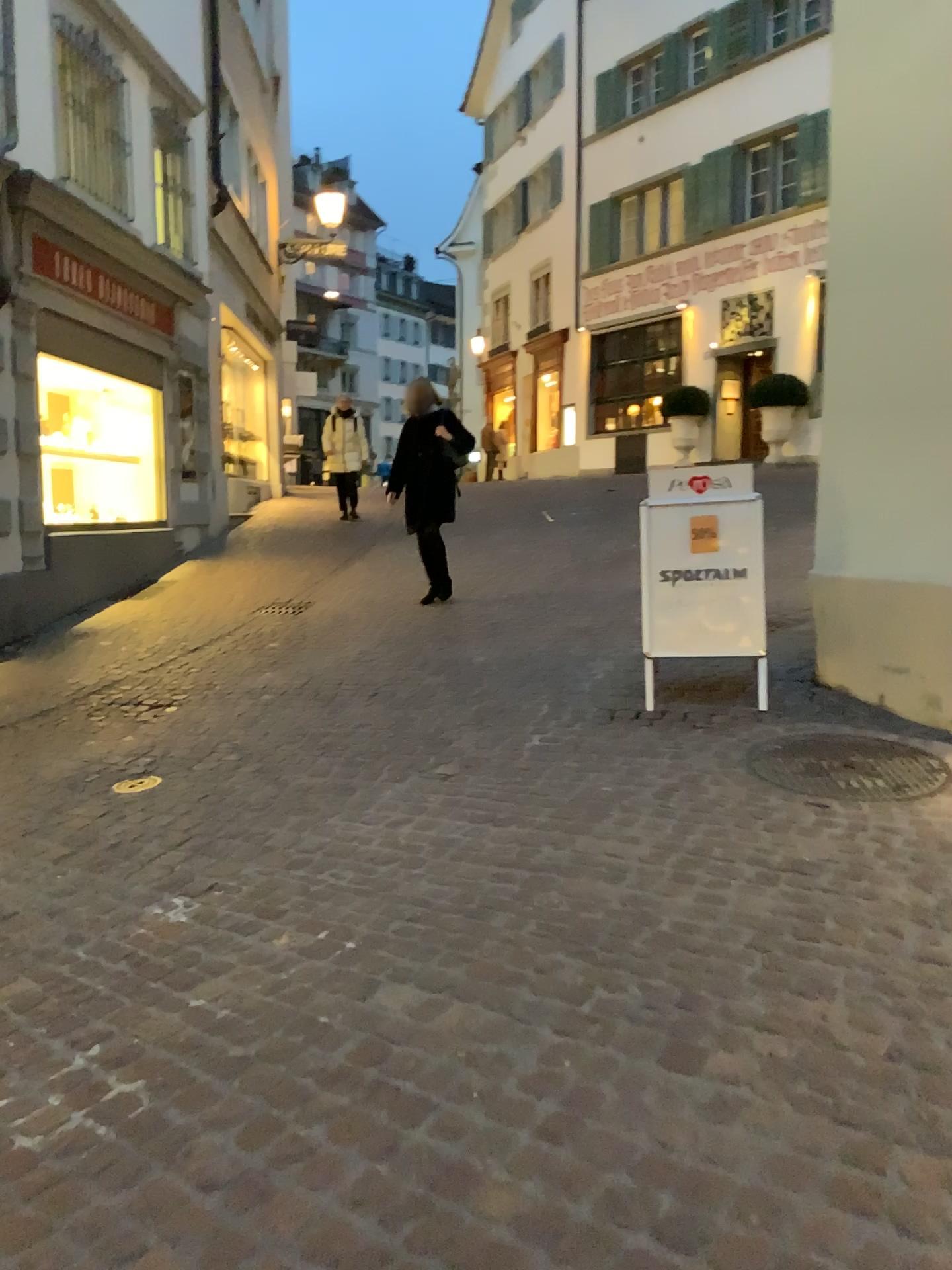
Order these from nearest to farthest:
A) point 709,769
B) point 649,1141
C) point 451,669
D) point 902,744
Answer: point 649,1141, point 709,769, point 902,744, point 451,669
